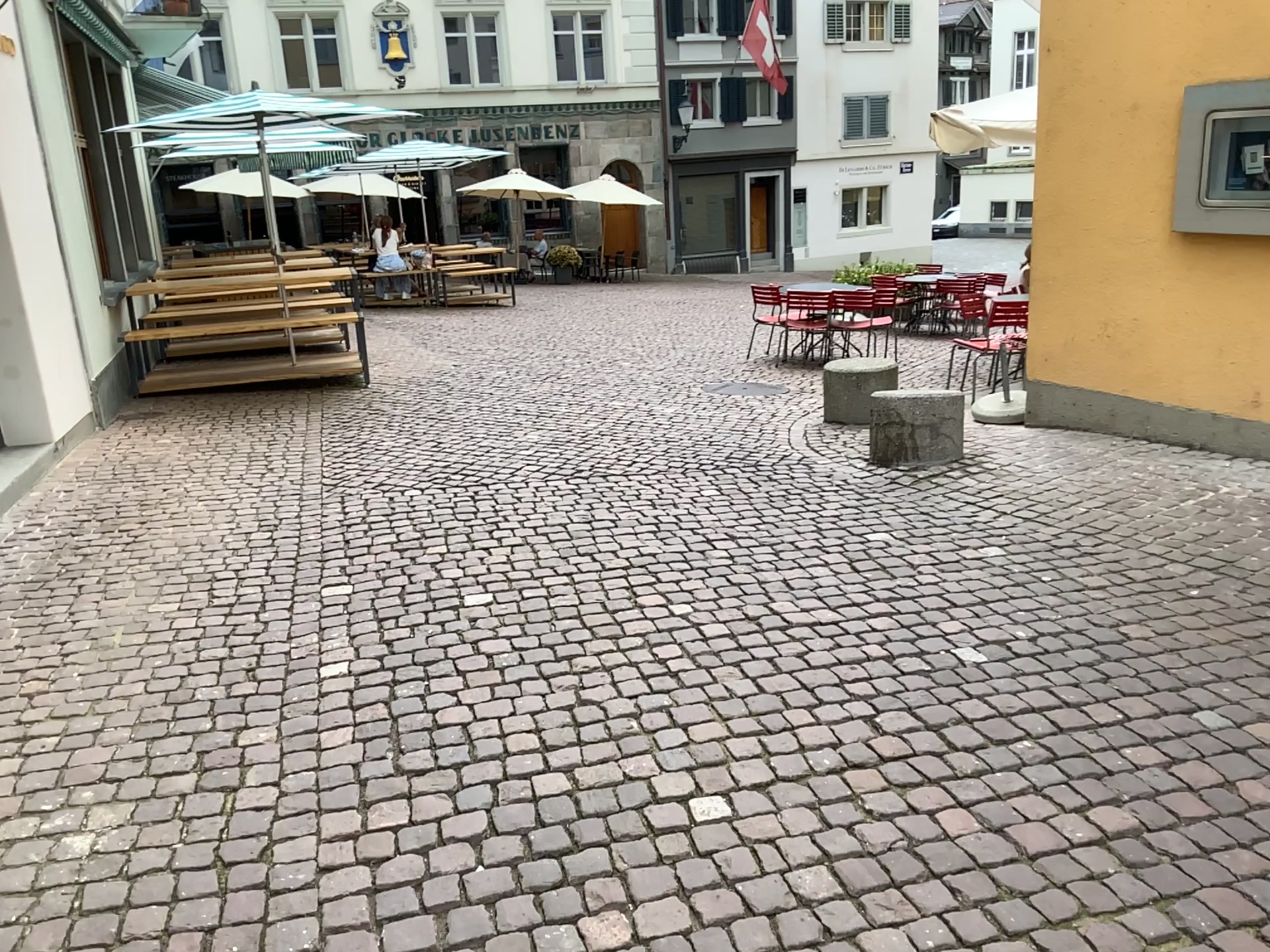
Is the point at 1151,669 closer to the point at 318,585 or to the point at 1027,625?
the point at 1027,625
